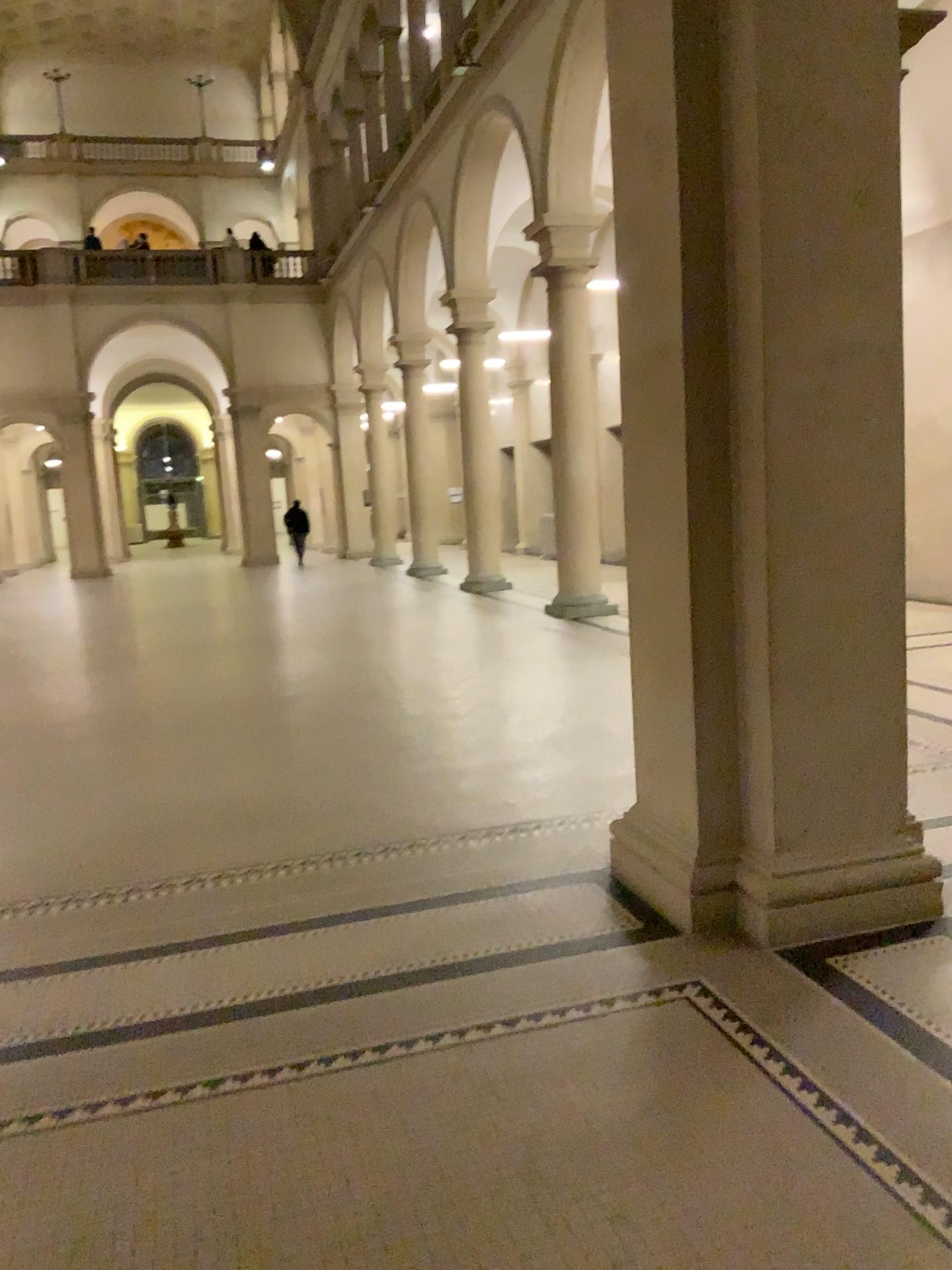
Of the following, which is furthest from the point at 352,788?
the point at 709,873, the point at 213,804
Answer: the point at 709,873
